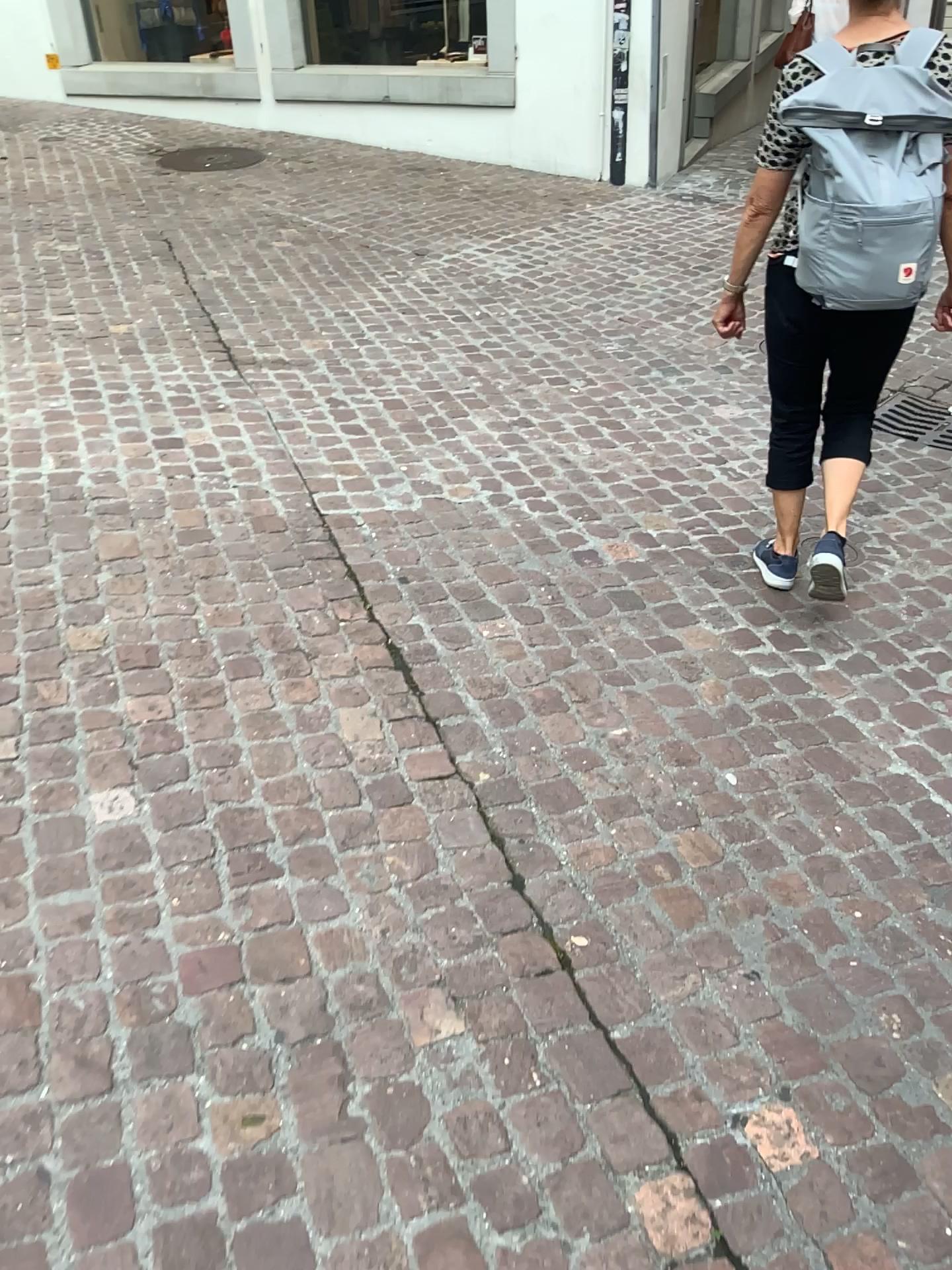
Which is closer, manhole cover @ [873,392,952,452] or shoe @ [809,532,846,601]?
shoe @ [809,532,846,601]

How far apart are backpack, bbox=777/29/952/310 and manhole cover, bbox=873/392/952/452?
1.8m

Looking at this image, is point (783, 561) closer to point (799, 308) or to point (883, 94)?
point (799, 308)

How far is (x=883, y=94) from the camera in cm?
217

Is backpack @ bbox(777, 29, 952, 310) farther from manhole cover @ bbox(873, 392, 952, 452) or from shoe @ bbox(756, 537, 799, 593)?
manhole cover @ bbox(873, 392, 952, 452)

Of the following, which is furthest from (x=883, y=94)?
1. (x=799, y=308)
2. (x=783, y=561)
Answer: (x=783, y=561)

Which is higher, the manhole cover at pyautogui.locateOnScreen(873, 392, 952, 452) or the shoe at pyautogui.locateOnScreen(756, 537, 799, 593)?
the manhole cover at pyautogui.locateOnScreen(873, 392, 952, 452)

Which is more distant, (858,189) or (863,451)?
→ (863,451)

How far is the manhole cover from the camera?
3.94m

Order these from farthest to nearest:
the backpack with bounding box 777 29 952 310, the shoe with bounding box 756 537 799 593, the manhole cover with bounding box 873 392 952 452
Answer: the manhole cover with bounding box 873 392 952 452 < the shoe with bounding box 756 537 799 593 < the backpack with bounding box 777 29 952 310
